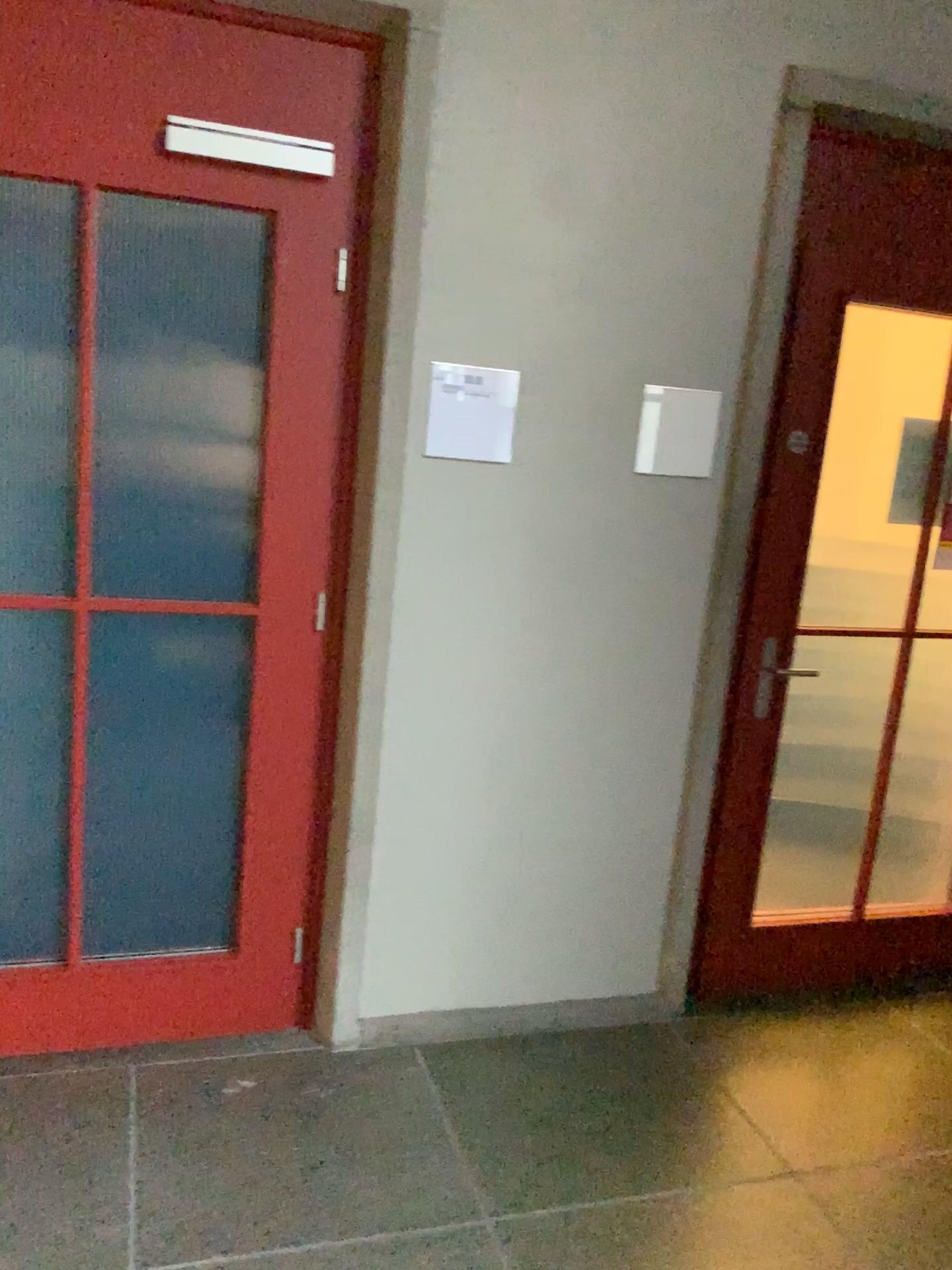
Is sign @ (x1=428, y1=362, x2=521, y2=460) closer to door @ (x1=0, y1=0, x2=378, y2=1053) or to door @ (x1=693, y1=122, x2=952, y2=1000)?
door @ (x1=0, y1=0, x2=378, y2=1053)

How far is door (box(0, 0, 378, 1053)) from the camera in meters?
2.2 m

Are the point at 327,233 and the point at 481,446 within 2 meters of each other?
yes

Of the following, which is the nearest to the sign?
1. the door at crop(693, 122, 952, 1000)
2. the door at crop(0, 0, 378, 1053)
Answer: the door at crop(0, 0, 378, 1053)

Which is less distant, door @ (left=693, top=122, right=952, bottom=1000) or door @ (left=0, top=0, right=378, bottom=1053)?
door @ (left=0, top=0, right=378, bottom=1053)

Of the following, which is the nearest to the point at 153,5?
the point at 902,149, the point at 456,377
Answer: the point at 456,377

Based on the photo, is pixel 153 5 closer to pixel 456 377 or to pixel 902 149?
pixel 456 377

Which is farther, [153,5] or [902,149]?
[902,149]
